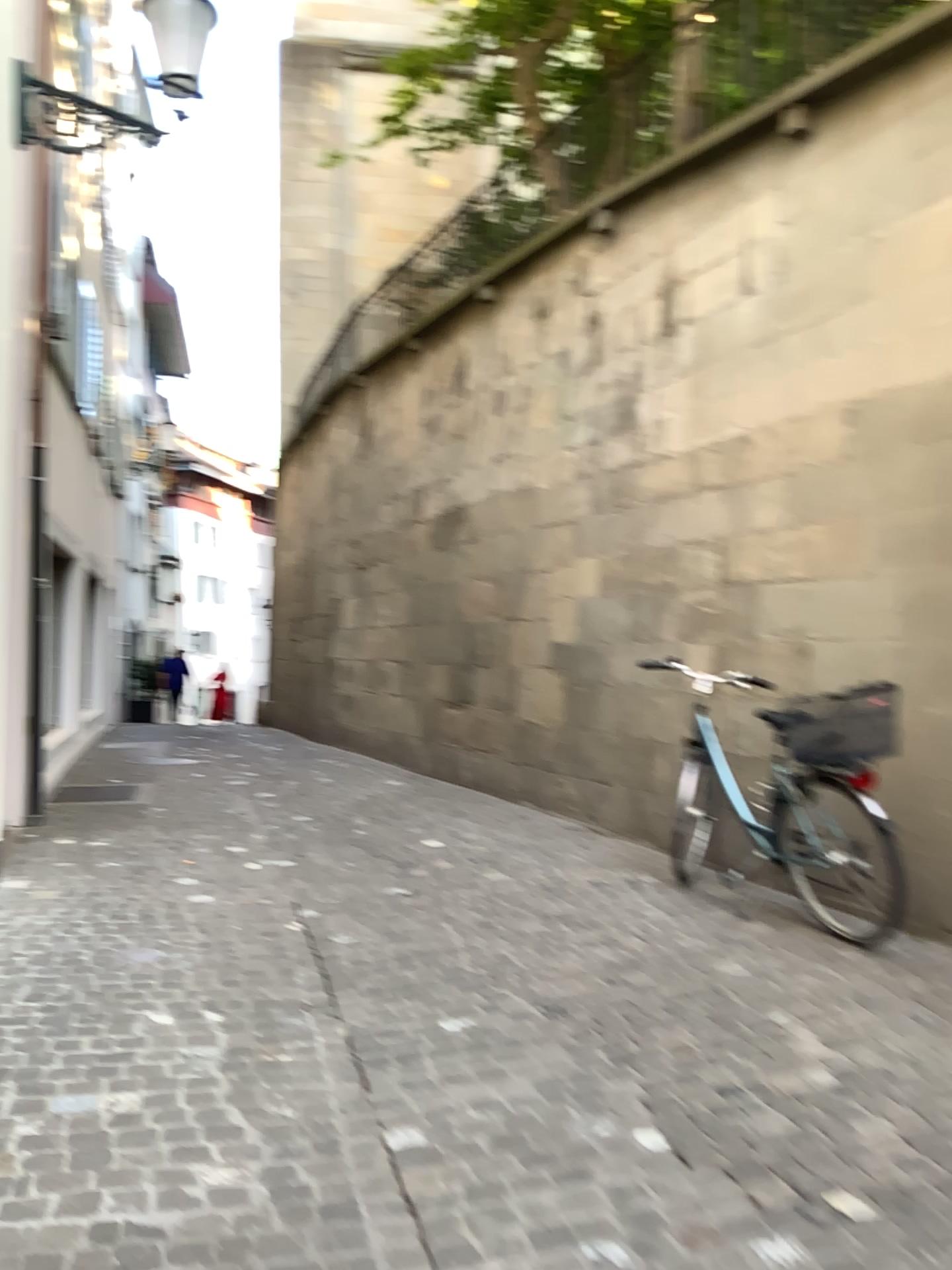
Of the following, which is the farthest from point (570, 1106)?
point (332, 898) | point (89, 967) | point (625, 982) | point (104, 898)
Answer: point (104, 898)
